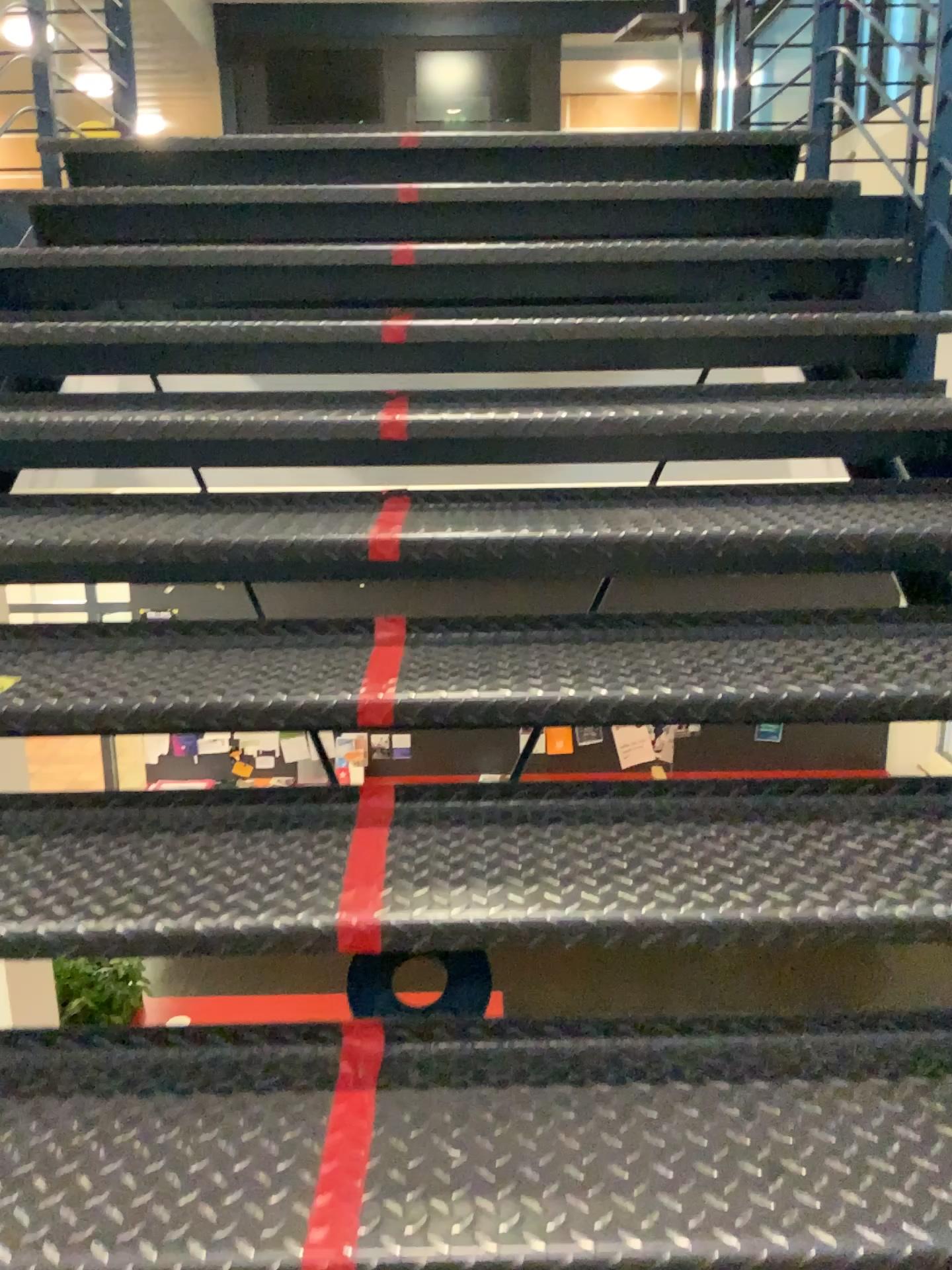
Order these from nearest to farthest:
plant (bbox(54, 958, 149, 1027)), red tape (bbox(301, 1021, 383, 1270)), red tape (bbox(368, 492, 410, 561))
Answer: red tape (bbox(301, 1021, 383, 1270)) < plant (bbox(54, 958, 149, 1027)) < red tape (bbox(368, 492, 410, 561))

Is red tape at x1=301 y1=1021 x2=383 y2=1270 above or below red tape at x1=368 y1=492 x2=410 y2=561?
below

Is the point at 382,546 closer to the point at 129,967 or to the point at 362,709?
the point at 362,709

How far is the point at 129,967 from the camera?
1.2m

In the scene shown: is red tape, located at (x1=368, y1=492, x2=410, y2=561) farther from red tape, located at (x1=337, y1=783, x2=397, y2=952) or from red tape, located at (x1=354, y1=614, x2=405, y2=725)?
red tape, located at (x1=337, y1=783, x2=397, y2=952)

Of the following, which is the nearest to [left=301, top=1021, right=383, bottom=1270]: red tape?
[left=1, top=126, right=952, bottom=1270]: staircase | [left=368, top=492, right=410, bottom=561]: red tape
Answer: [left=1, top=126, right=952, bottom=1270]: staircase

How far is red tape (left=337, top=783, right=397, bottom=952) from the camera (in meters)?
1.19

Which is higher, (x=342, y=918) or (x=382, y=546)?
(x=382, y=546)

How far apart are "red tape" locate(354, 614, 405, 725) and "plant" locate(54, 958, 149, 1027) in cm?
42

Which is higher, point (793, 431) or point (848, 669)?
point (793, 431)
